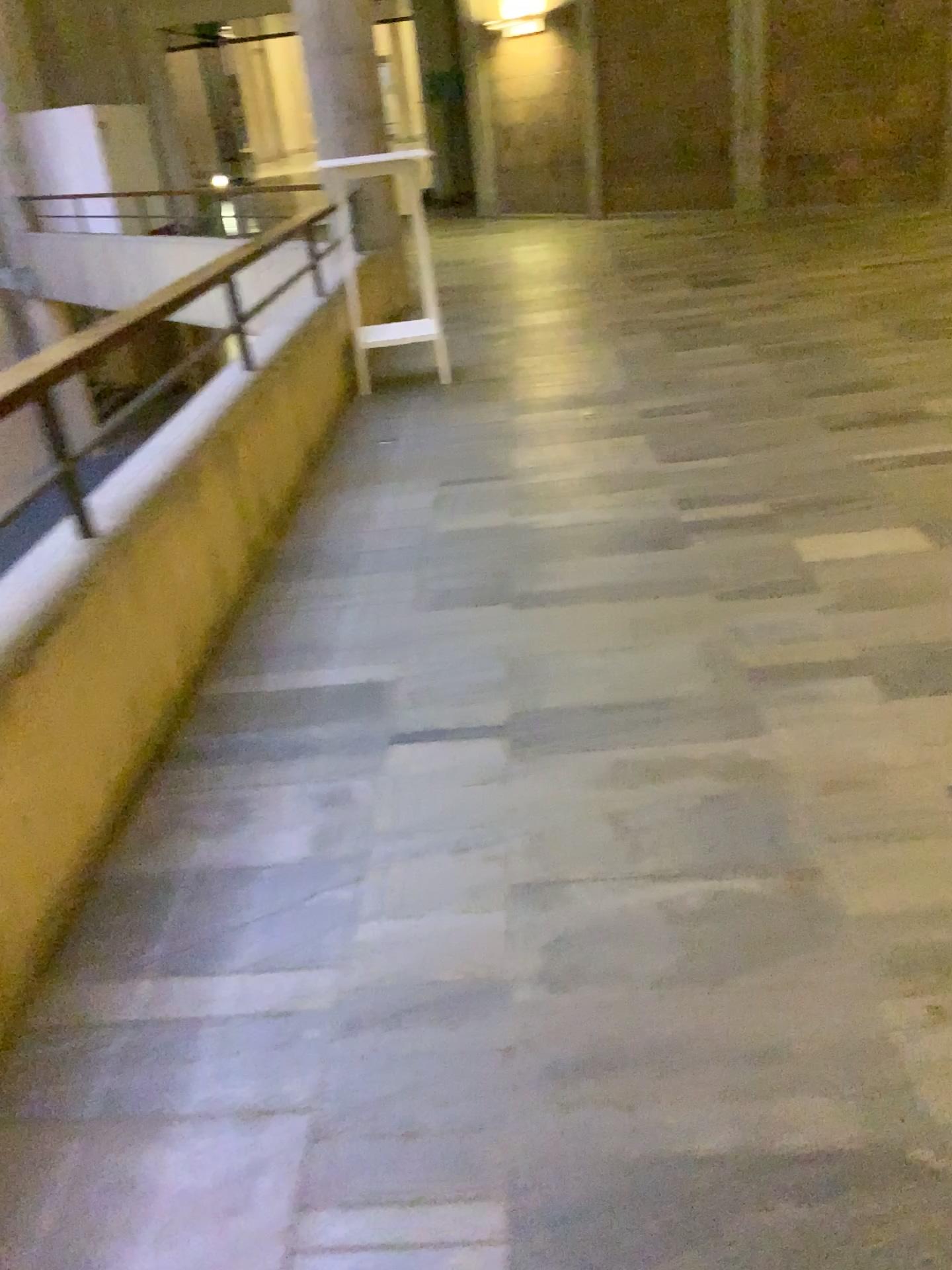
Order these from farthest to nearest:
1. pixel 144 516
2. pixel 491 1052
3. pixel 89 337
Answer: pixel 144 516 < pixel 89 337 < pixel 491 1052
